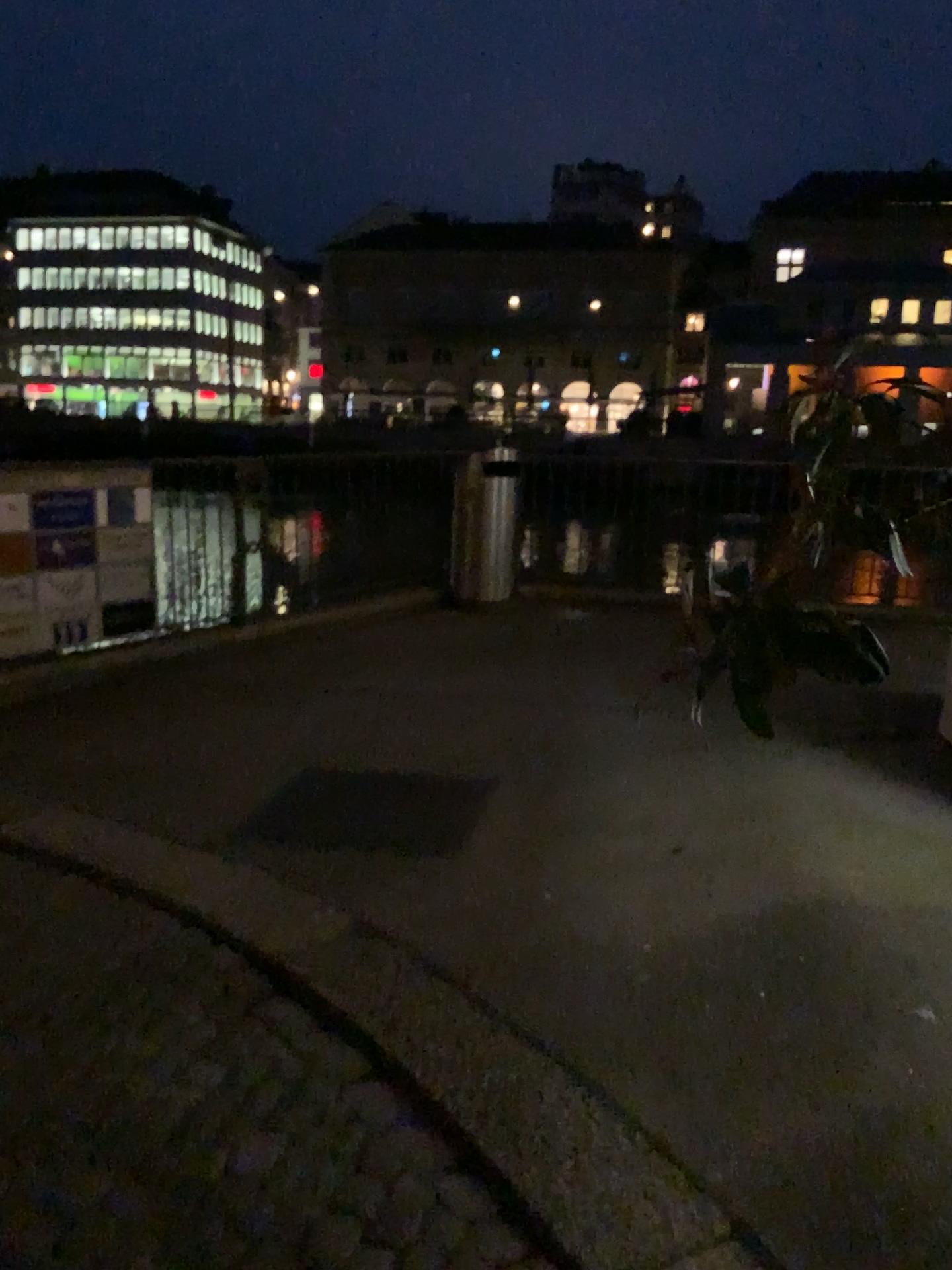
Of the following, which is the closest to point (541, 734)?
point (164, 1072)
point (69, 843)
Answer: point (69, 843)
